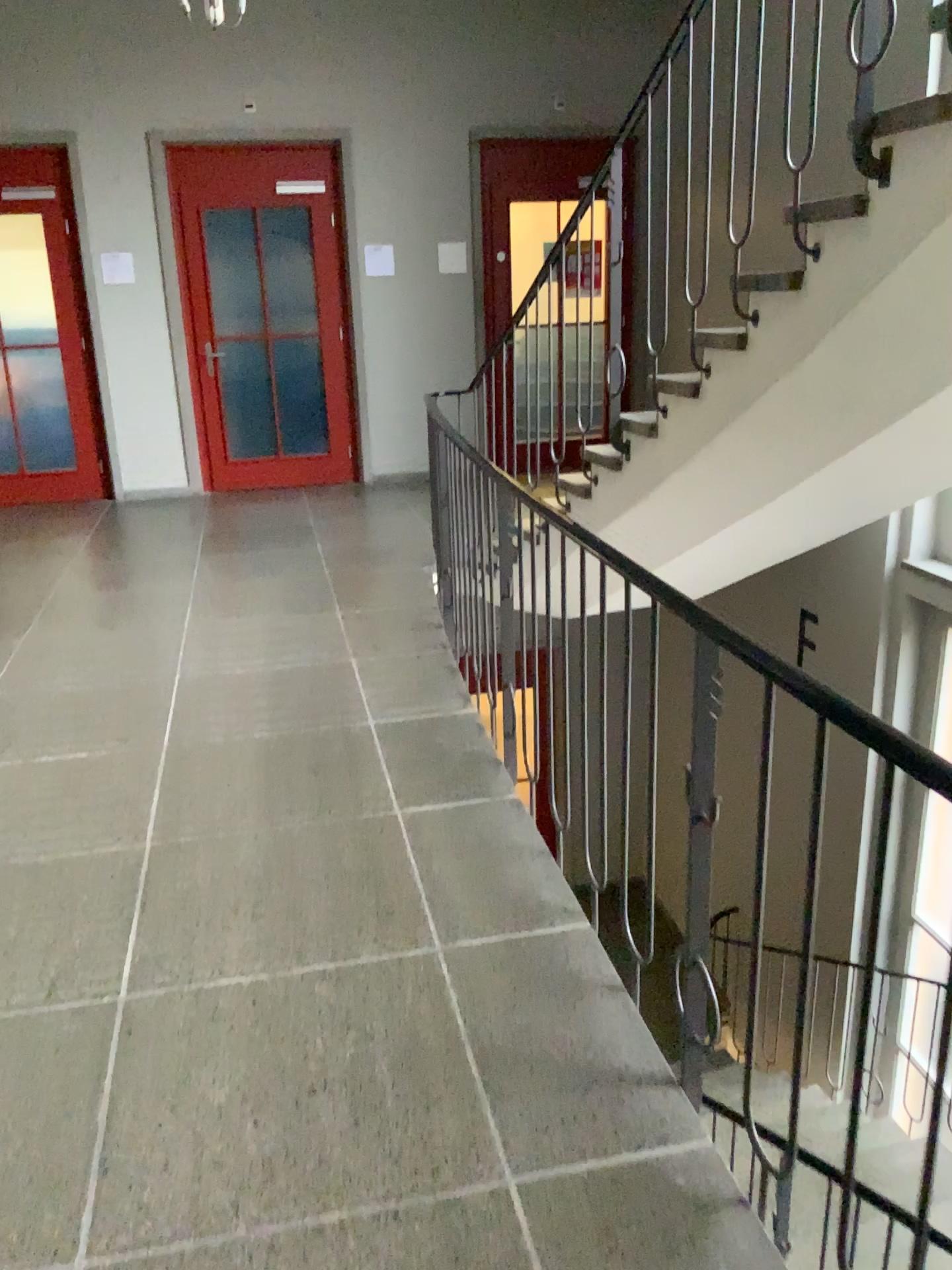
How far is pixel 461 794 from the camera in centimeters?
315cm
